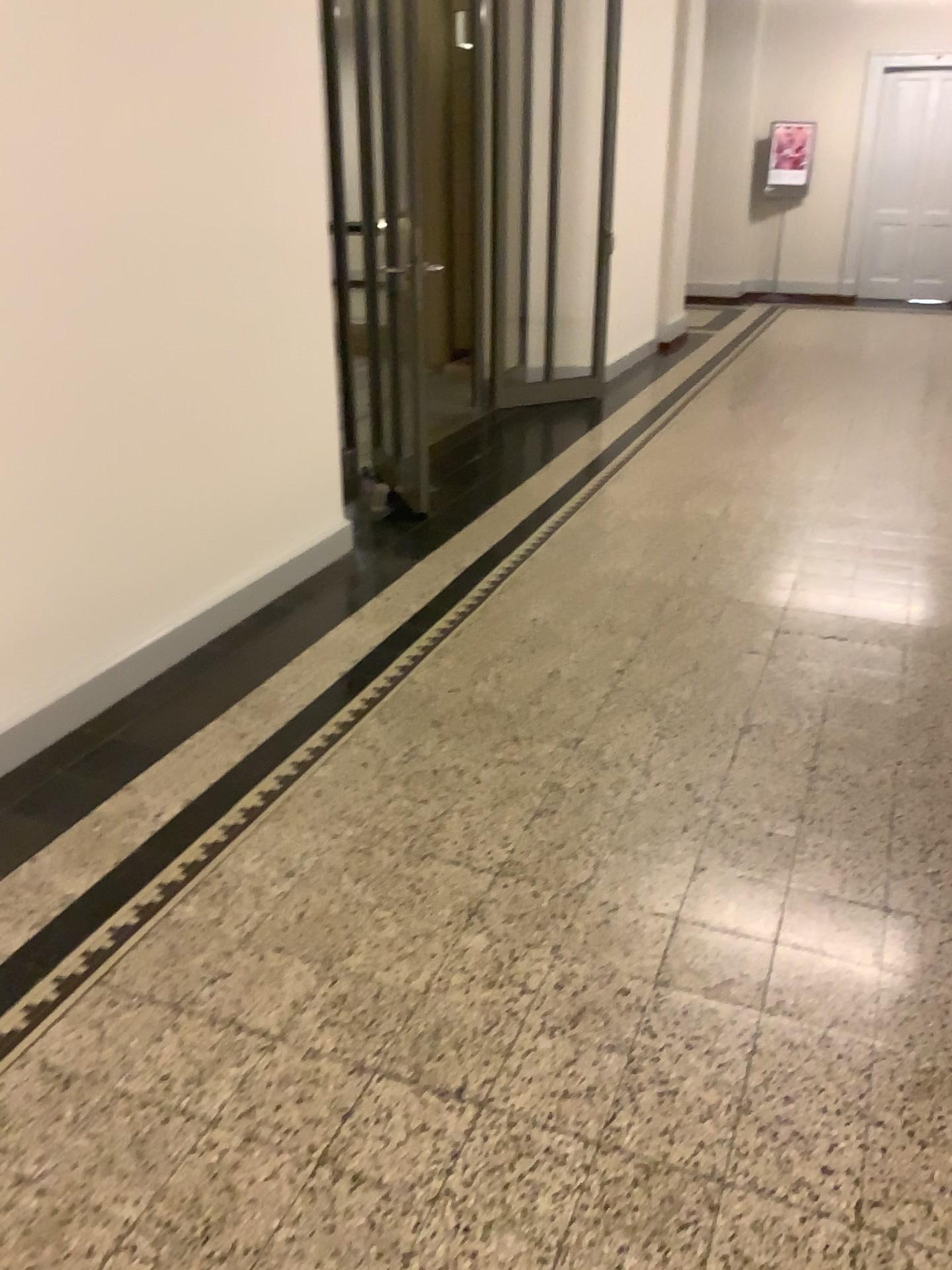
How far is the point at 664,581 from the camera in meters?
4.0
